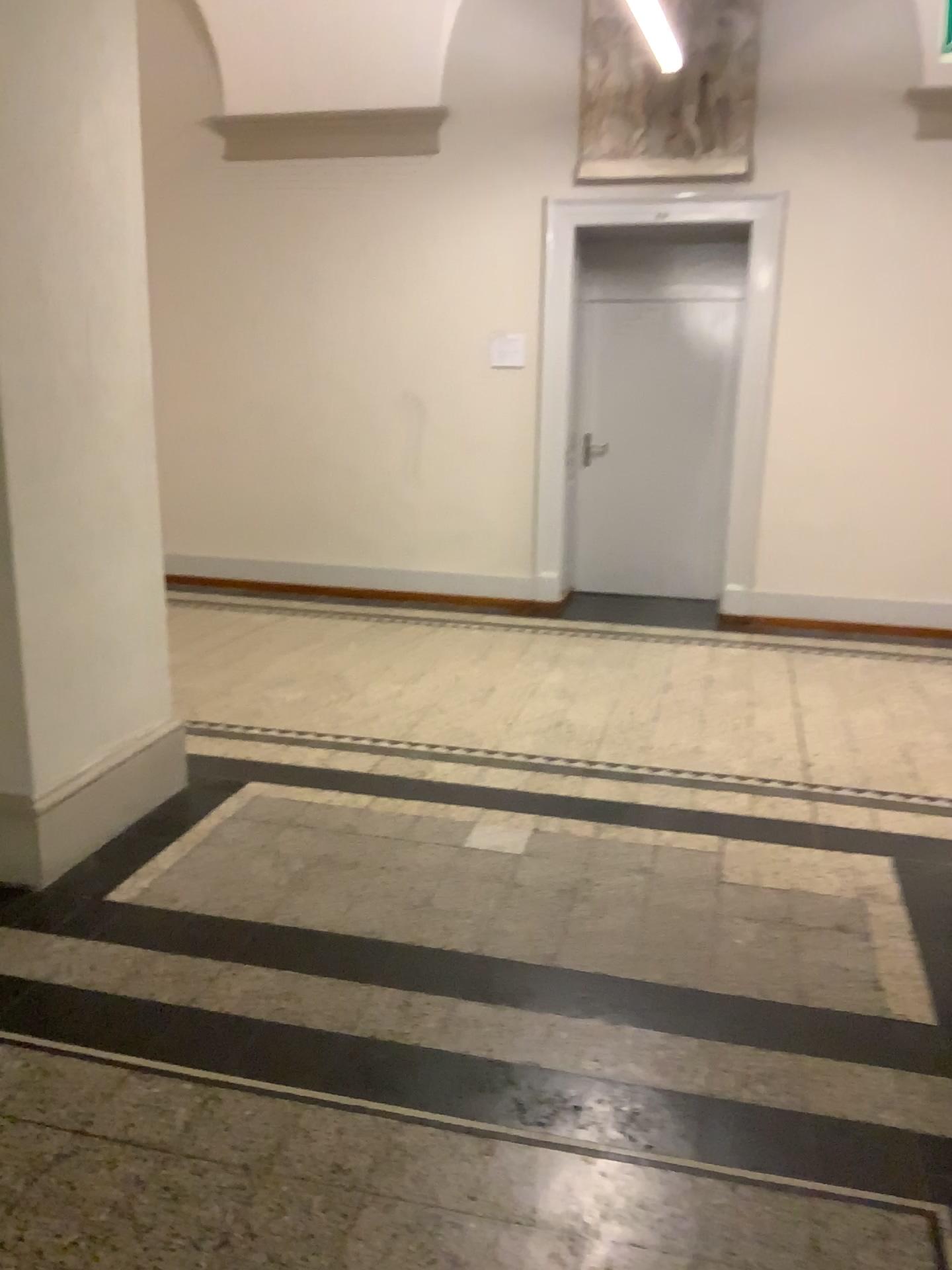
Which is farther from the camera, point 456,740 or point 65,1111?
point 456,740

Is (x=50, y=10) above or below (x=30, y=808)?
above
